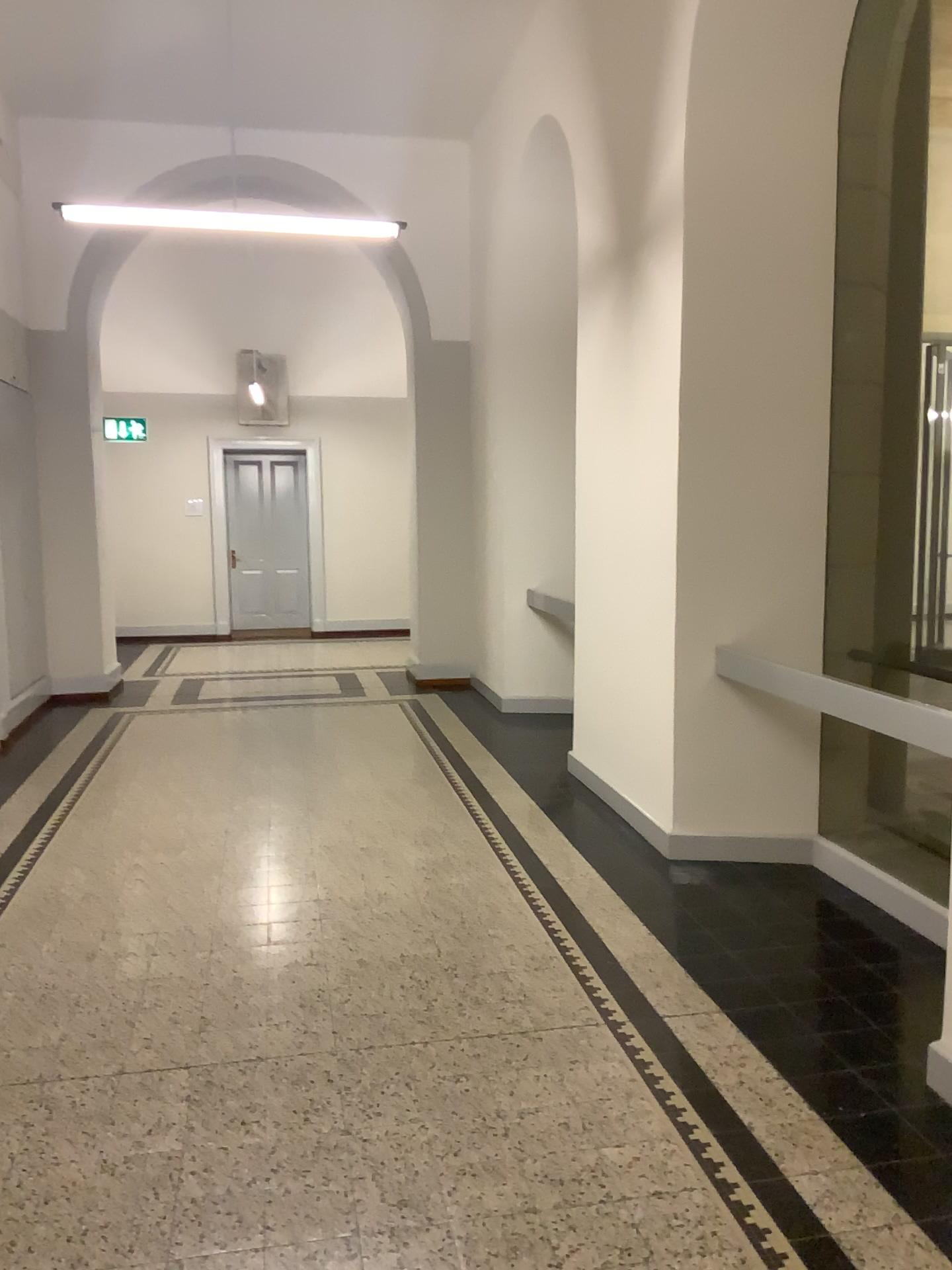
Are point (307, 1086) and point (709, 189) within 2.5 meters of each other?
no
